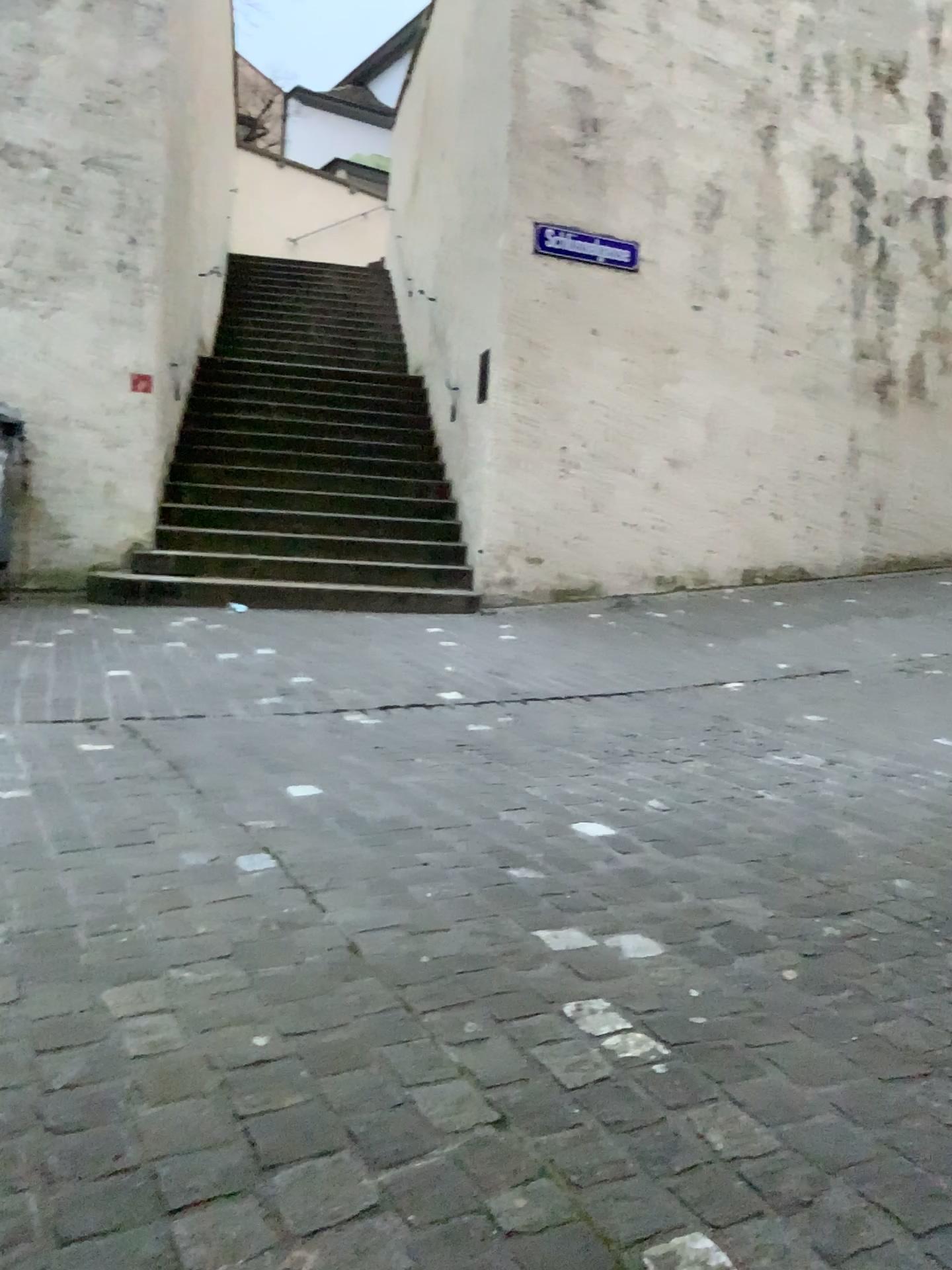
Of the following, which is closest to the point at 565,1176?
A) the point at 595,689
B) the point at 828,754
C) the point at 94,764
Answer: the point at 94,764
